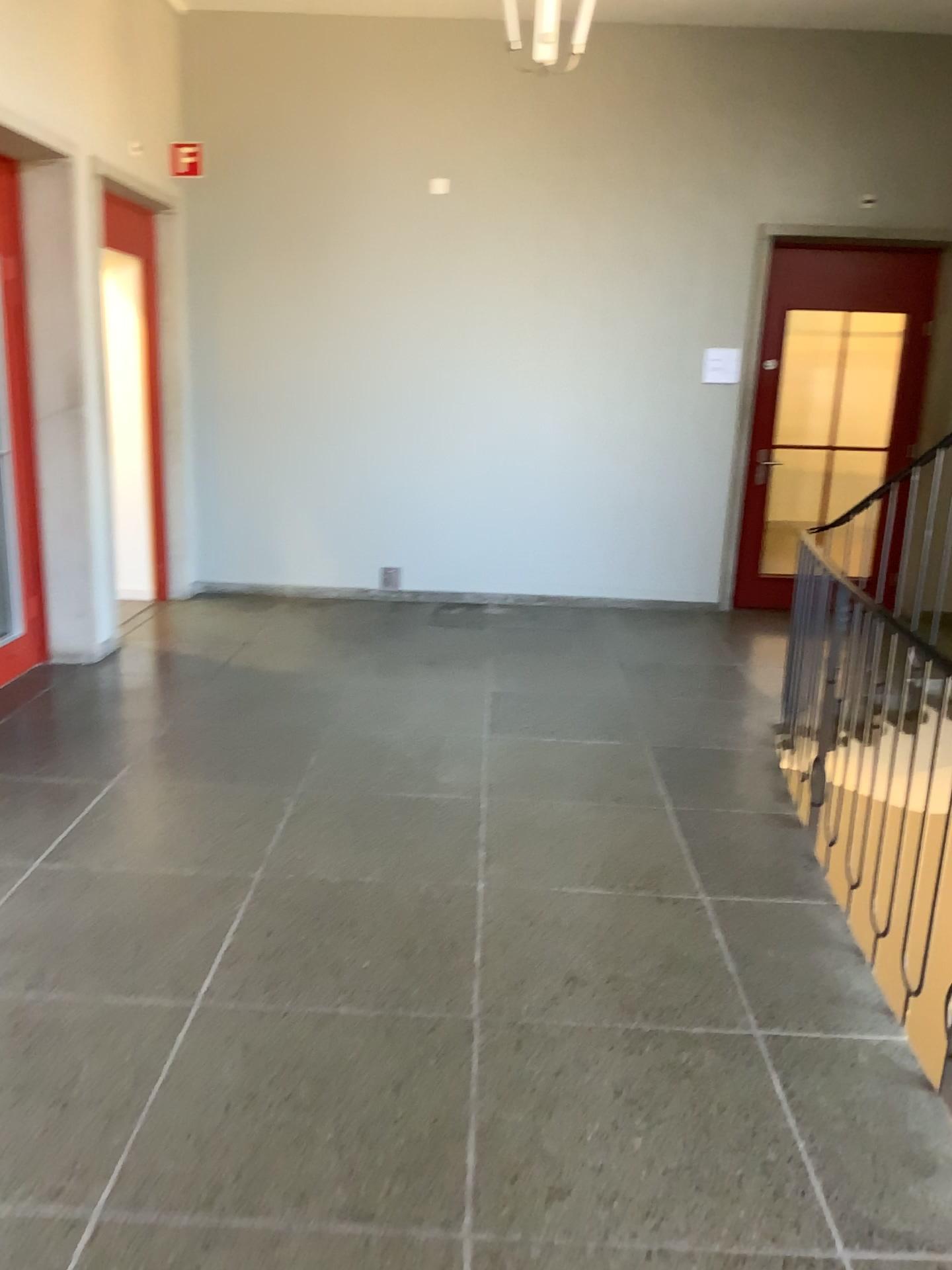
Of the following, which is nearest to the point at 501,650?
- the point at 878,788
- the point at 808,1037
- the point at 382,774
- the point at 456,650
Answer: the point at 456,650
